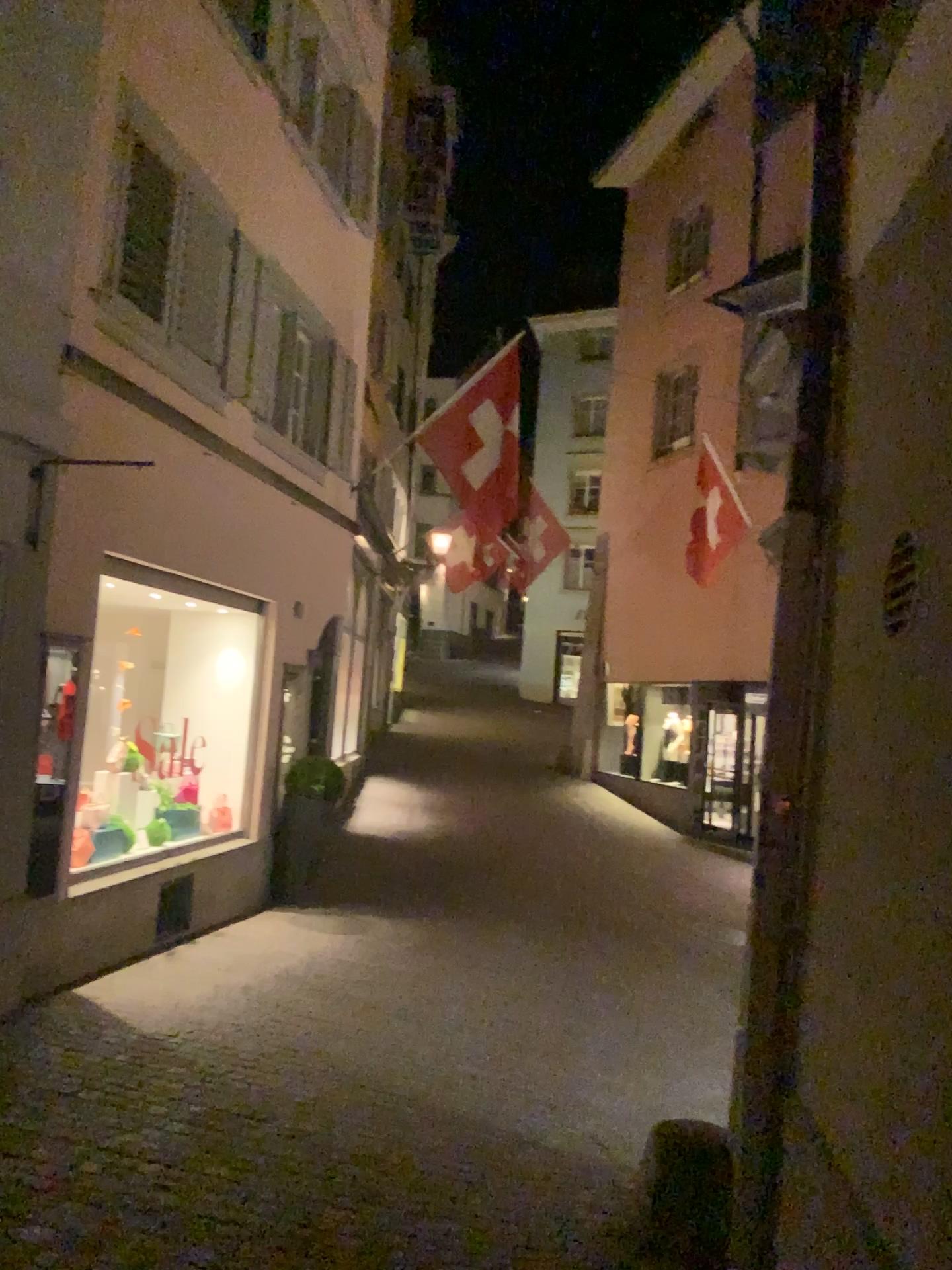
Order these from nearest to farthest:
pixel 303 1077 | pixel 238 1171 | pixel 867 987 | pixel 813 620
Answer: pixel 867 987 < pixel 813 620 < pixel 238 1171 < pixel 303 1077
